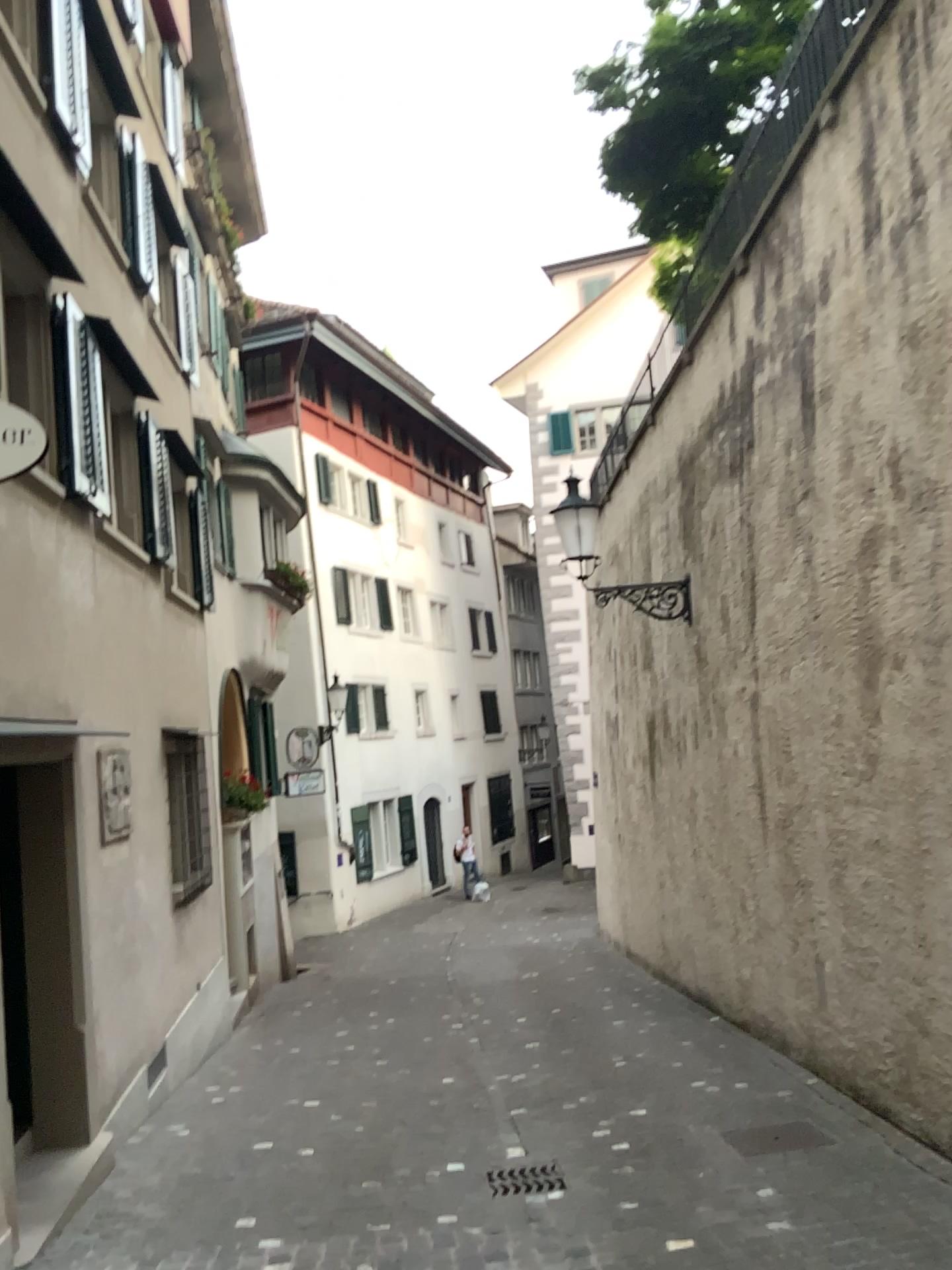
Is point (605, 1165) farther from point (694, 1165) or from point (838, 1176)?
point (838, 1176)
